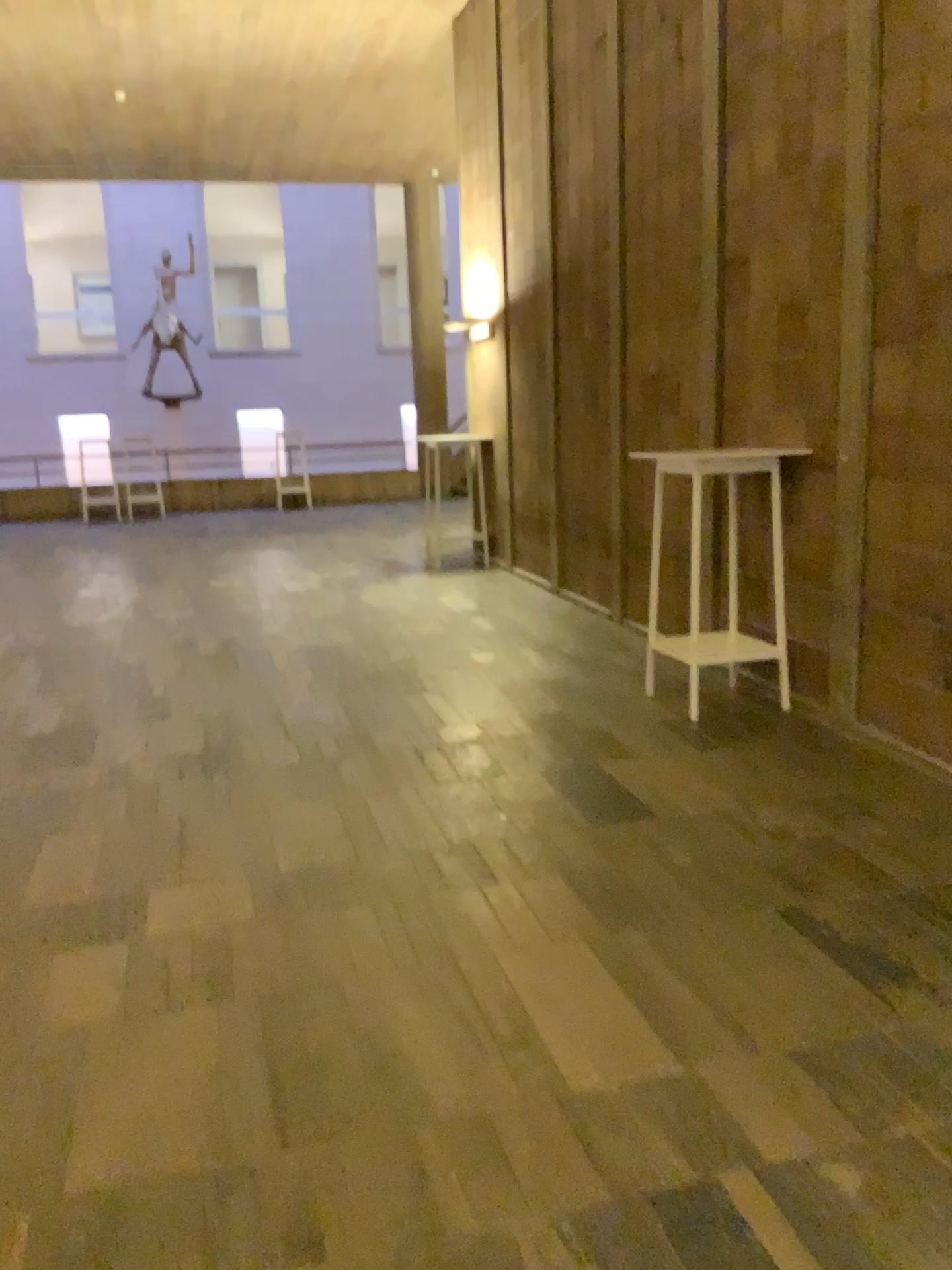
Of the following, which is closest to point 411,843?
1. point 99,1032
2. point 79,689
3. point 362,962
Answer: point 362,962
